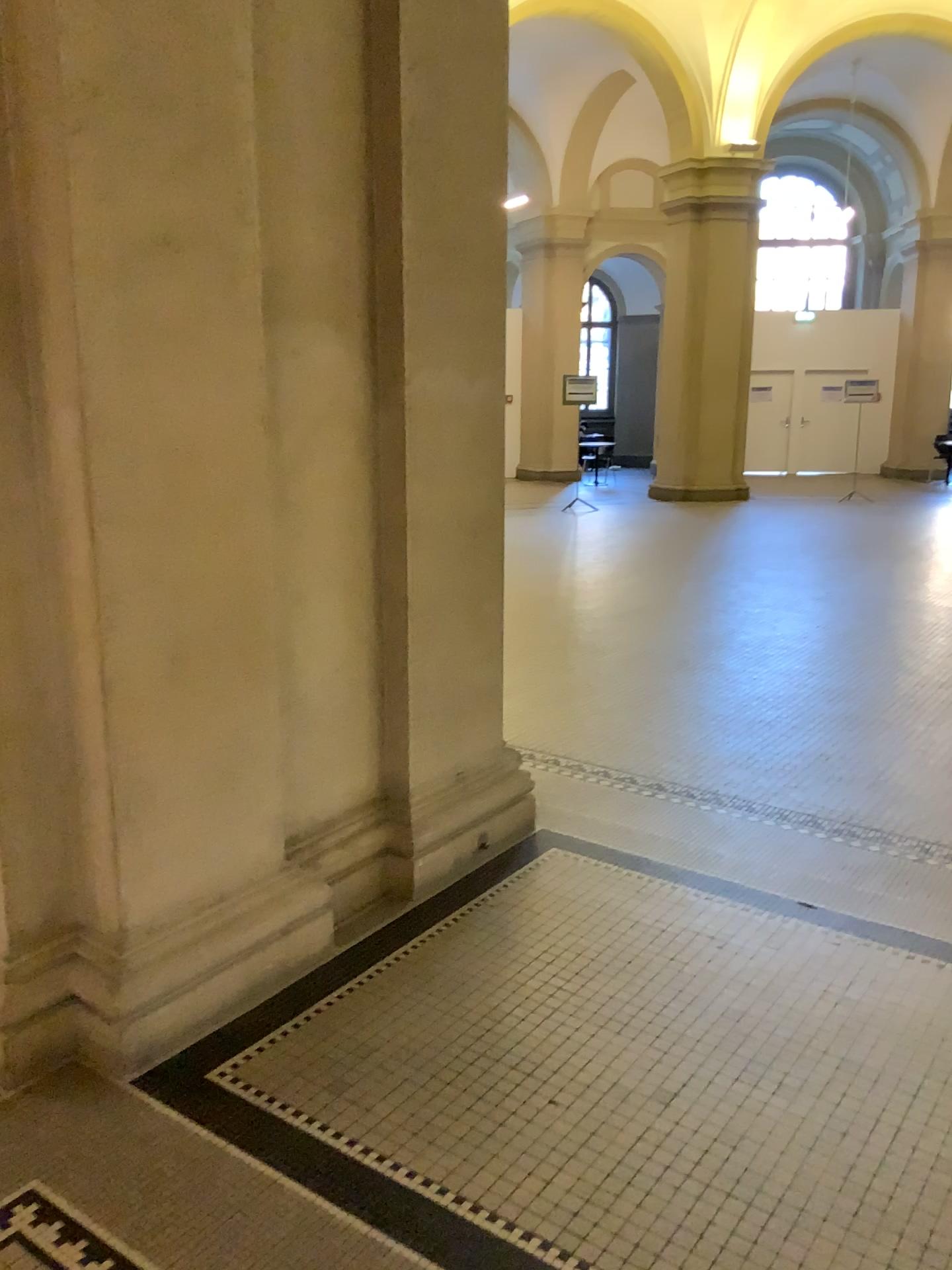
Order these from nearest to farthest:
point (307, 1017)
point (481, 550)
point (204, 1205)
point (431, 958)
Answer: point (204, 1205)
point (307, 1017)
point (431, 958)
point (481, 550)
